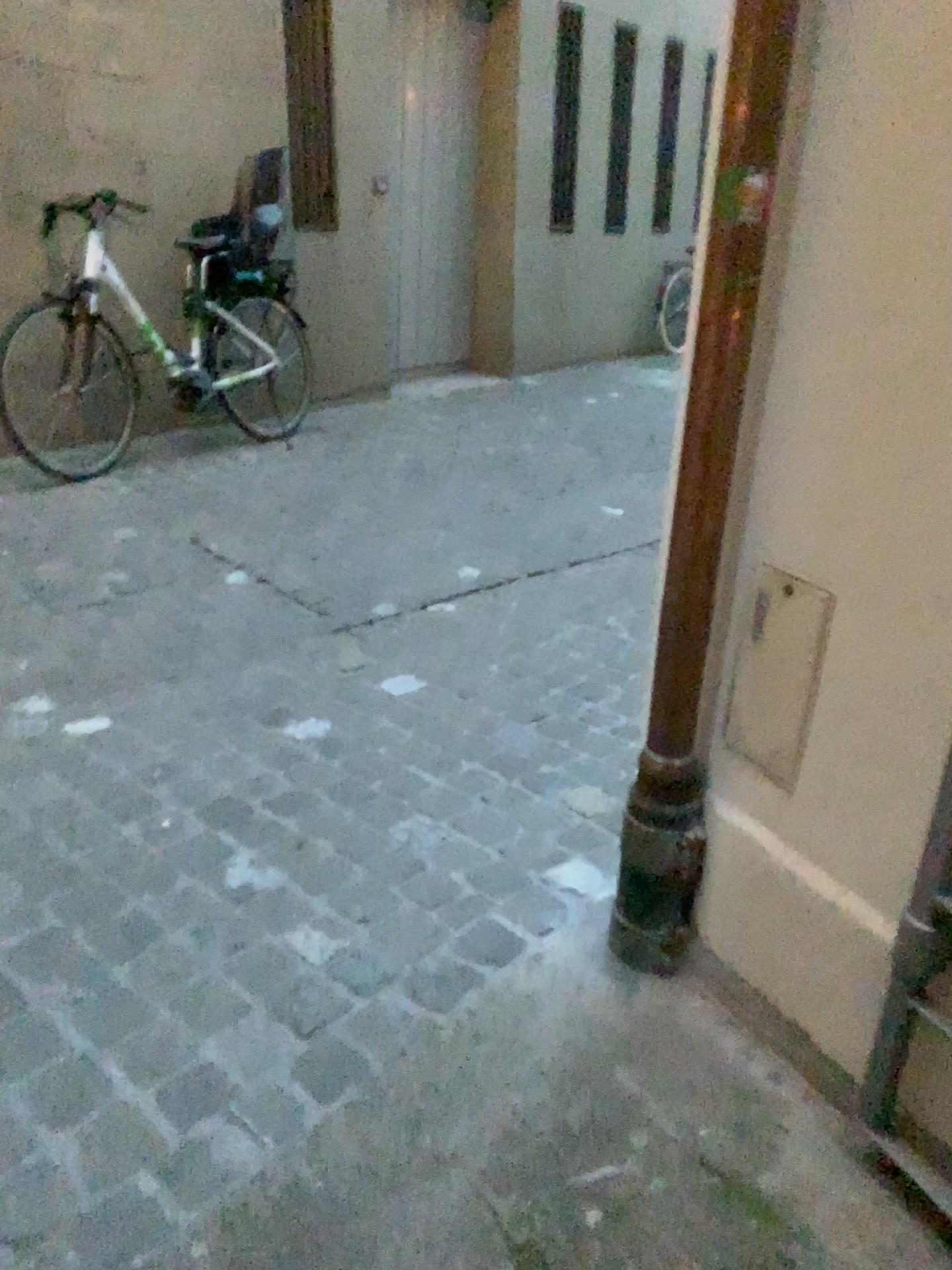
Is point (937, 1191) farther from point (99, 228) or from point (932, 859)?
point (99, 228)

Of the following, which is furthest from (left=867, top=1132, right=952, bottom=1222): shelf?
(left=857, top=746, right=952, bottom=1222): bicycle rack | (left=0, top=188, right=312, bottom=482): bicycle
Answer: (left=0, top=188, right=312, bottom=482): bicycle

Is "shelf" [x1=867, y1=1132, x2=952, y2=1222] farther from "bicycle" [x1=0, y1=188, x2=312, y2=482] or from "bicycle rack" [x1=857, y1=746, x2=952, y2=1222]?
"bicycle" [x1=0, y1=188, x2=312, y2=482]

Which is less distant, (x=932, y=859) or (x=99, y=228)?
(x=932, y=859)

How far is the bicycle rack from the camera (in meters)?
1.23

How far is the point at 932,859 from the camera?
1.23m

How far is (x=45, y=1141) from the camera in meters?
1.3 m

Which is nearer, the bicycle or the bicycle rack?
the bicycle rack

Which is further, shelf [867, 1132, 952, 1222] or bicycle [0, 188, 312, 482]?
bicycle [0, 188, 312, 482]
